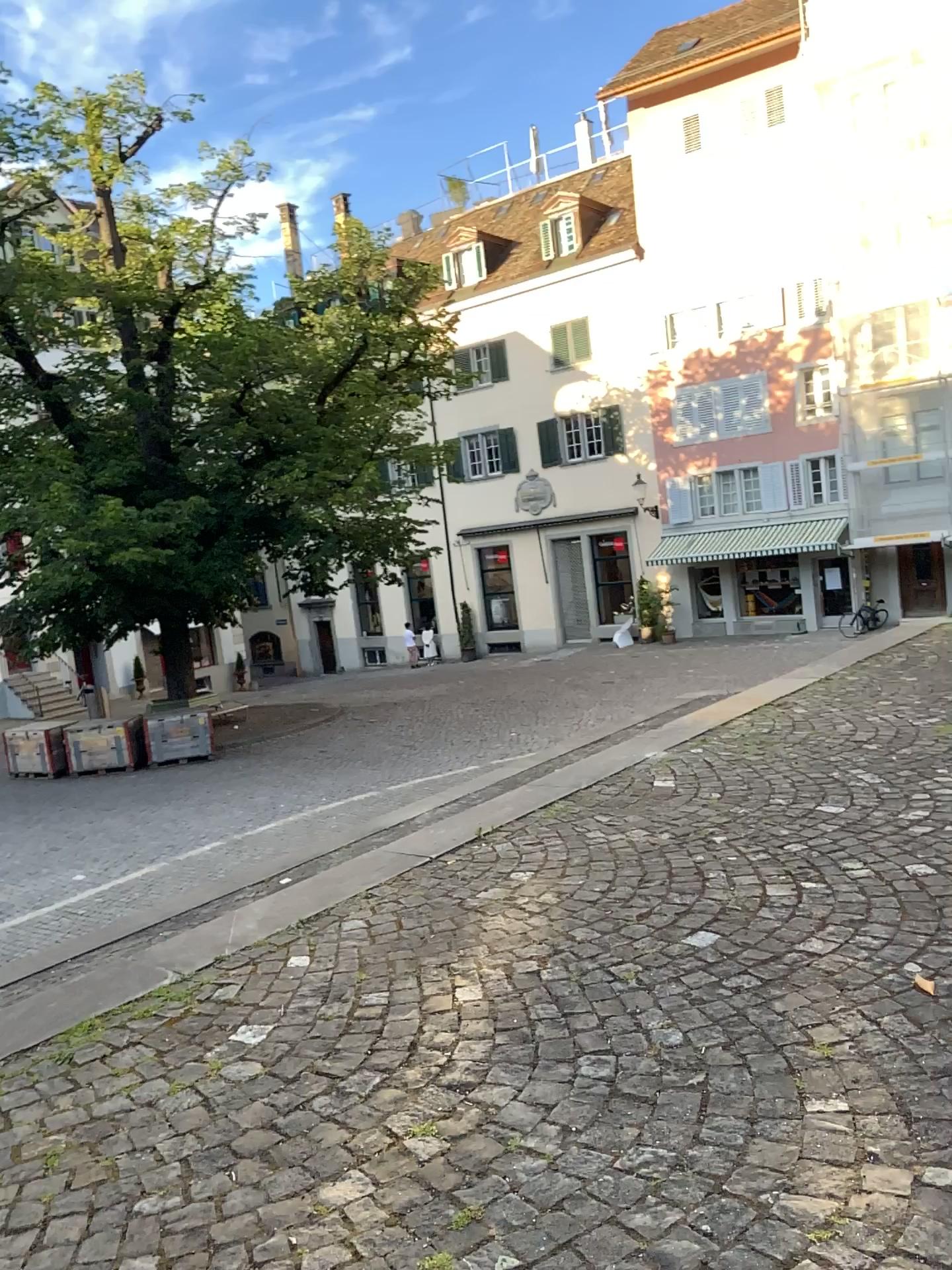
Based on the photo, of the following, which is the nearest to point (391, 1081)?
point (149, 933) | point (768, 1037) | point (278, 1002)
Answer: point (278, 1002)
